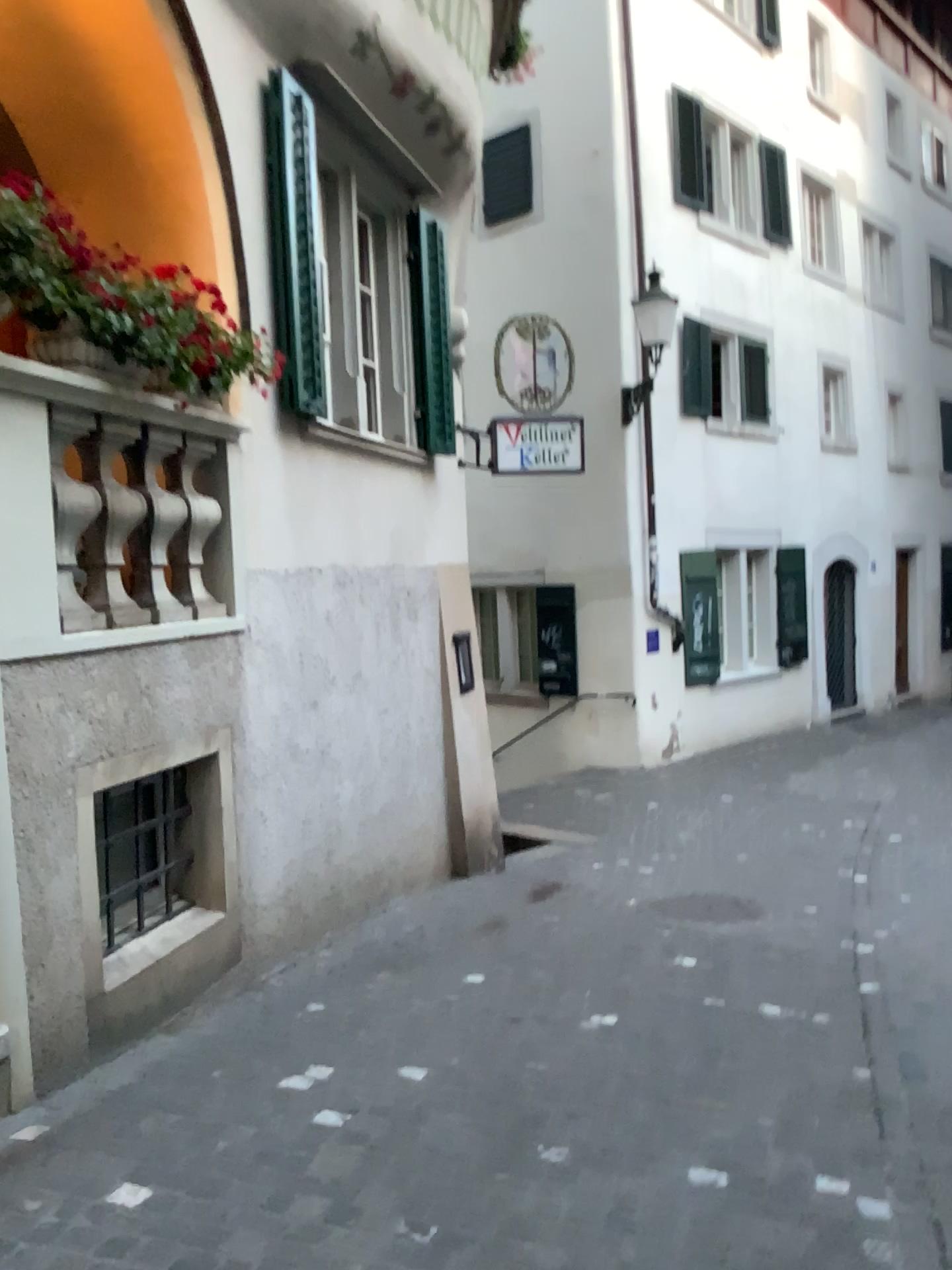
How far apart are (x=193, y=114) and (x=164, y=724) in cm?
257
